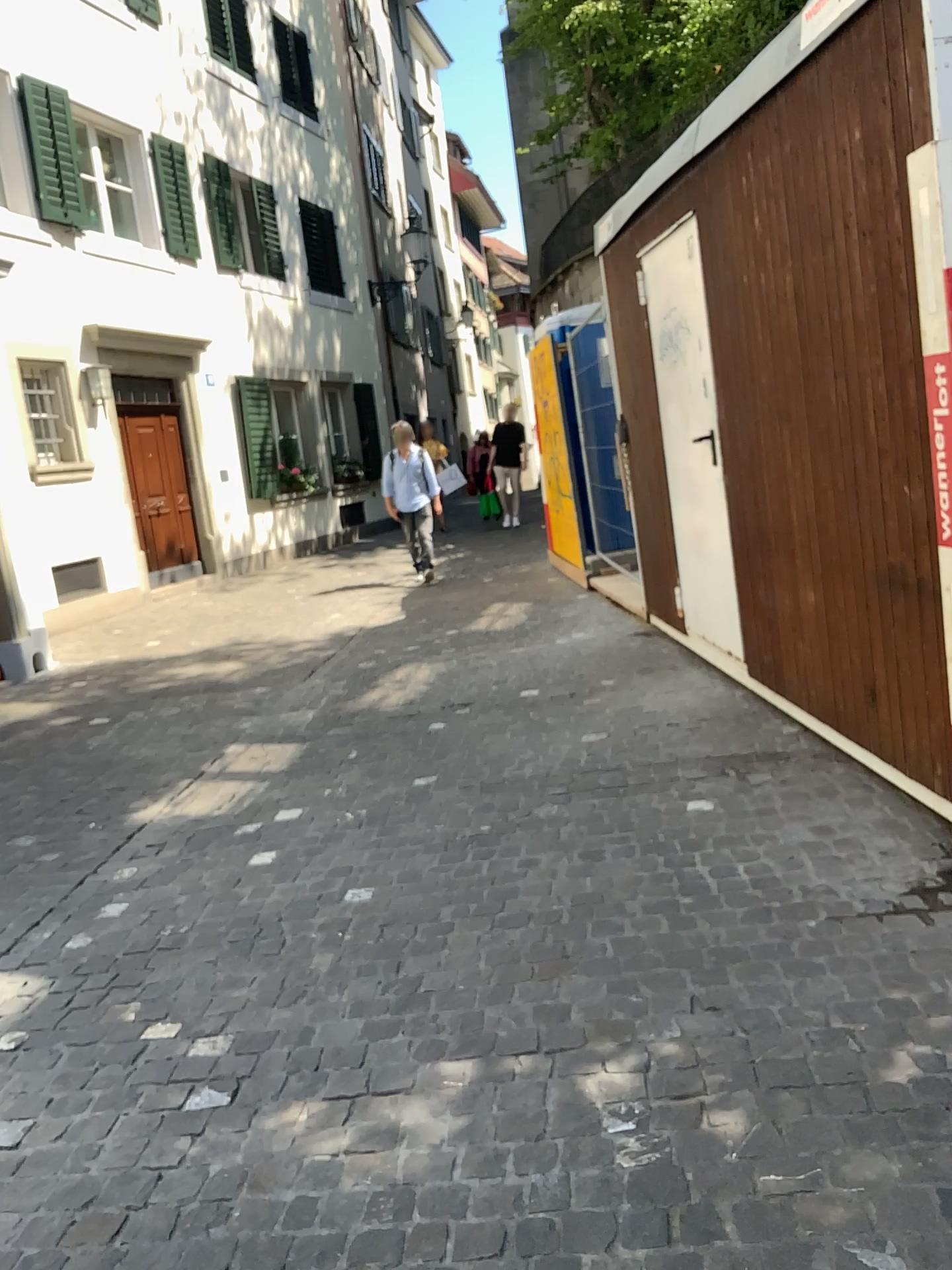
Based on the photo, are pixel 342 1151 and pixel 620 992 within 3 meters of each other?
yes
